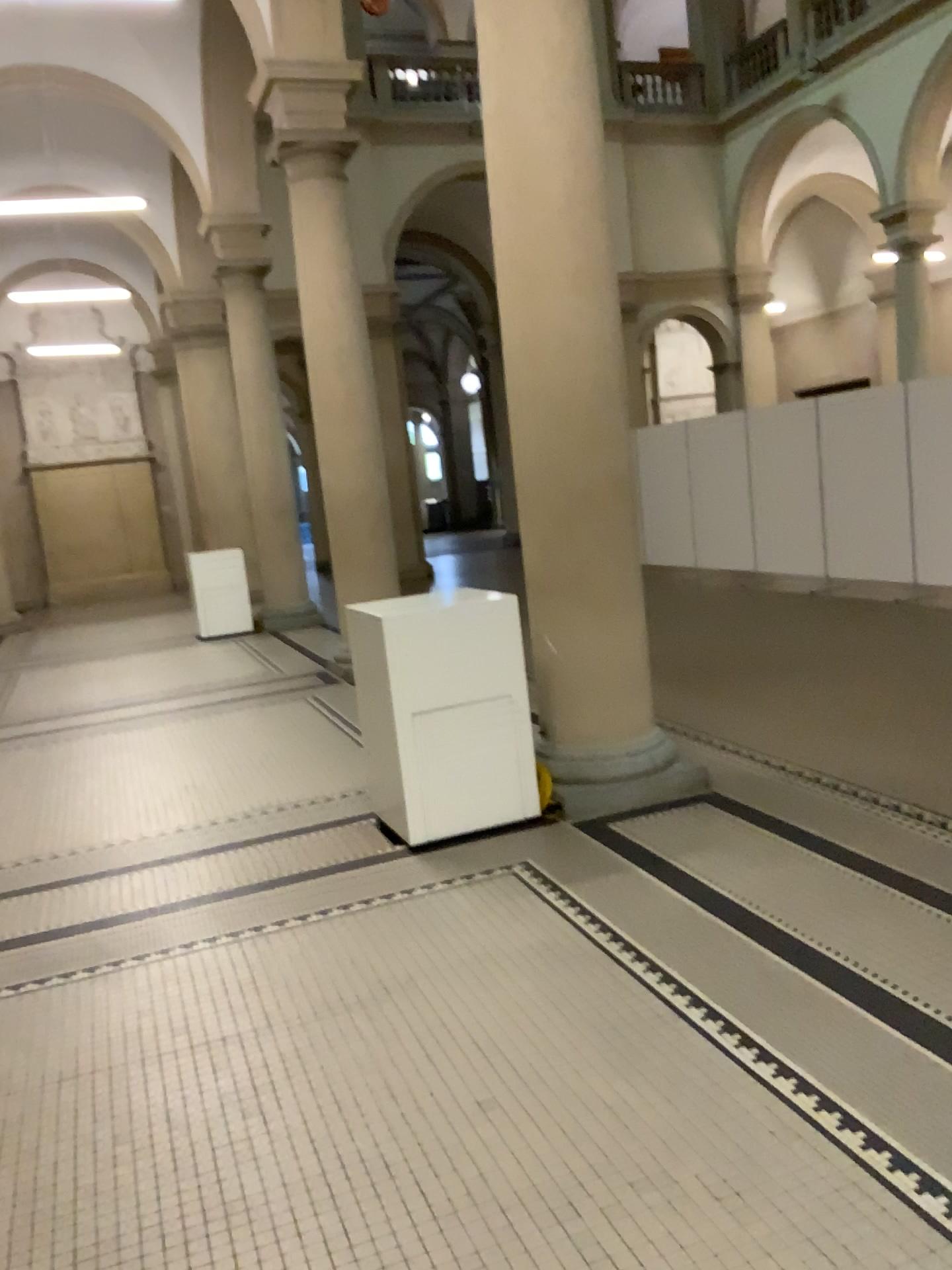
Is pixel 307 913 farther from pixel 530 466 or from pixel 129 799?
pixel 530 466
